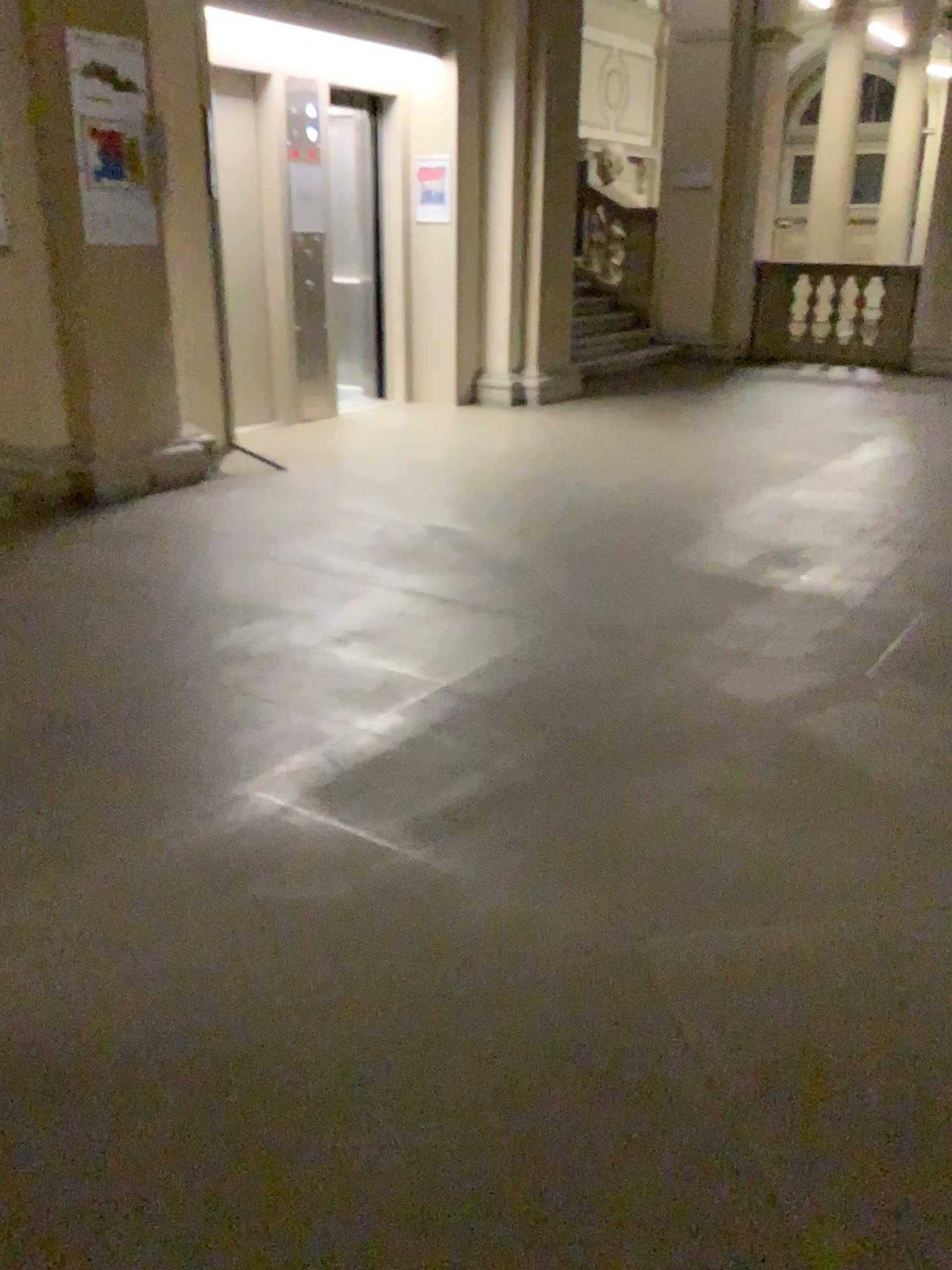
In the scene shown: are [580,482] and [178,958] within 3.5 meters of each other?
no
